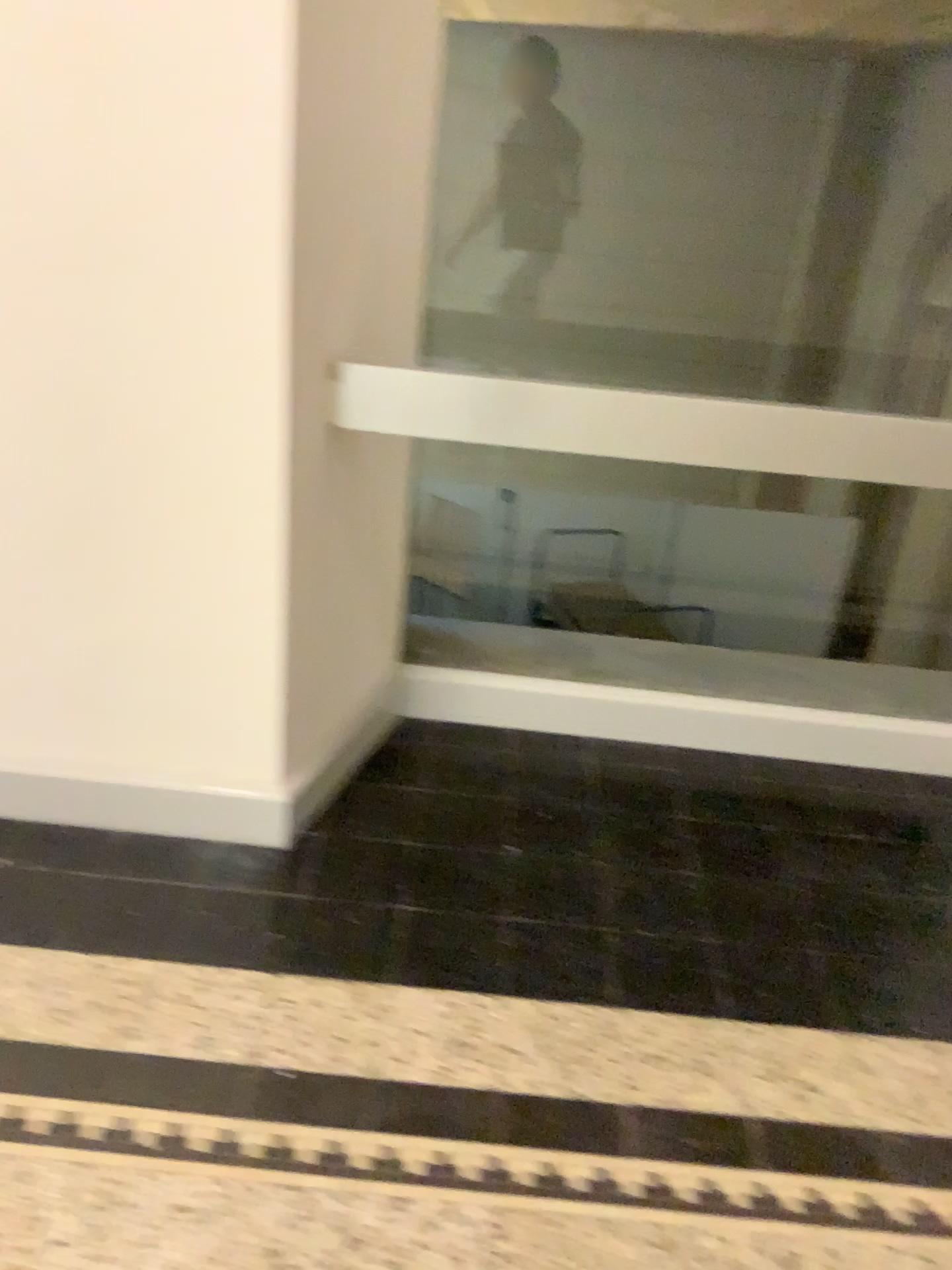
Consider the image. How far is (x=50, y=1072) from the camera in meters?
1.6

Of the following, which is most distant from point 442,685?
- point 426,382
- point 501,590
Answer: point 426,382

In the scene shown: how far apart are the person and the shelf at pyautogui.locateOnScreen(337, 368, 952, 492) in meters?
0.4

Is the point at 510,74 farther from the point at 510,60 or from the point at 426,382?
the point at 426,382

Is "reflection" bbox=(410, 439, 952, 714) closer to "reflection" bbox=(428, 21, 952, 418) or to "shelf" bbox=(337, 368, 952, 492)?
"reflection" bbox=(428, 21, 952, 418)

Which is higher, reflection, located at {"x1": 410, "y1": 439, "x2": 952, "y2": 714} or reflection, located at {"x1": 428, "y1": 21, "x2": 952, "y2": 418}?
reflection, located at {"x1": 428, "y1": 21, "x2": 952, "y2": 418}

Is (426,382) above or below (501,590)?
above

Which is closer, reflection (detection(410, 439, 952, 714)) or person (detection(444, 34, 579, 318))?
person (detection(444, 34, 579, 318))

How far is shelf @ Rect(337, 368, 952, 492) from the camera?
1.95m

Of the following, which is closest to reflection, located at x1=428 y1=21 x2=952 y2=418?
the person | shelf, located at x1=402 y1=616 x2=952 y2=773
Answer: the person
